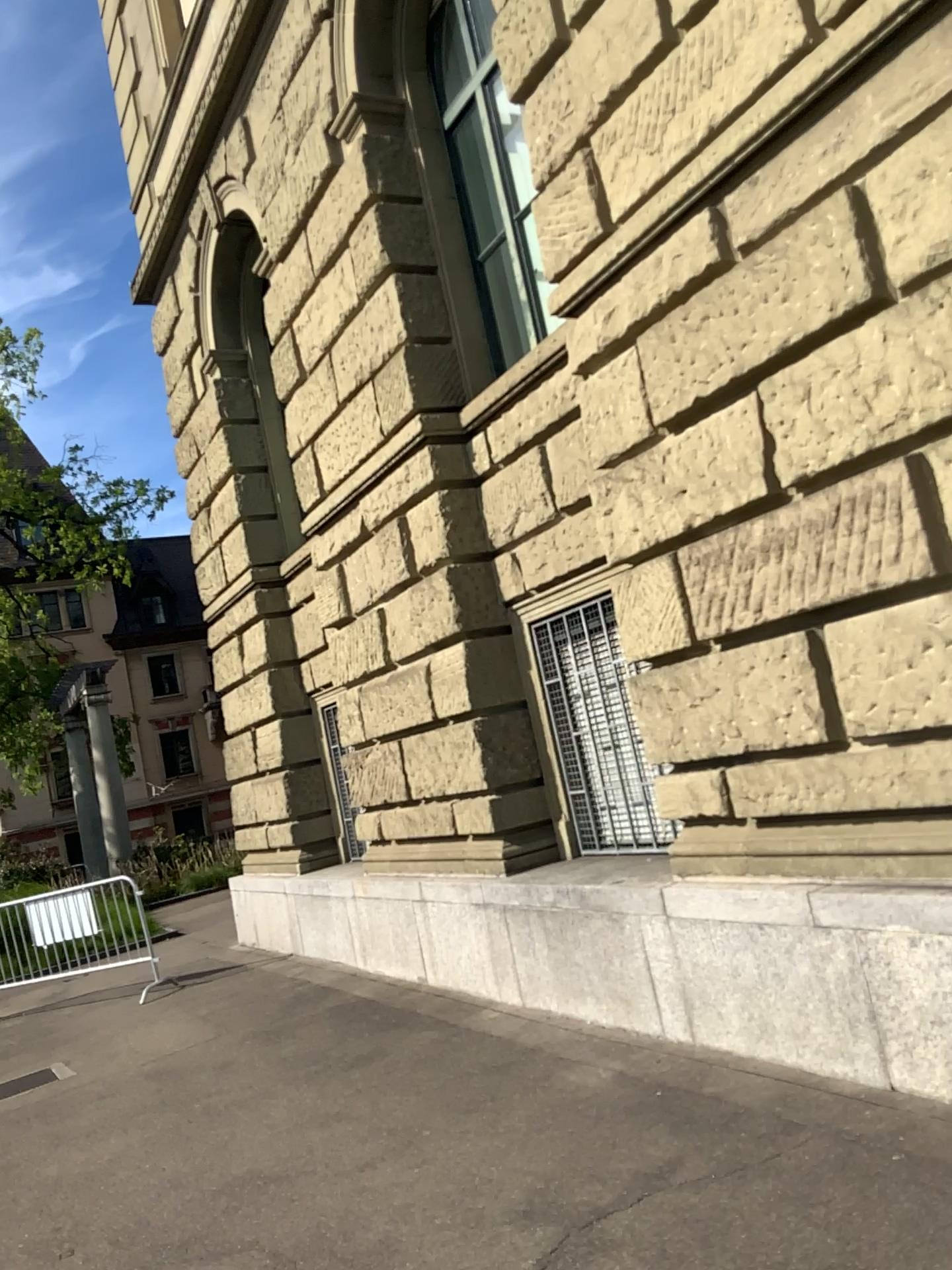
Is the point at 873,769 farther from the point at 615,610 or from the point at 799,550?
the point at 615,610
